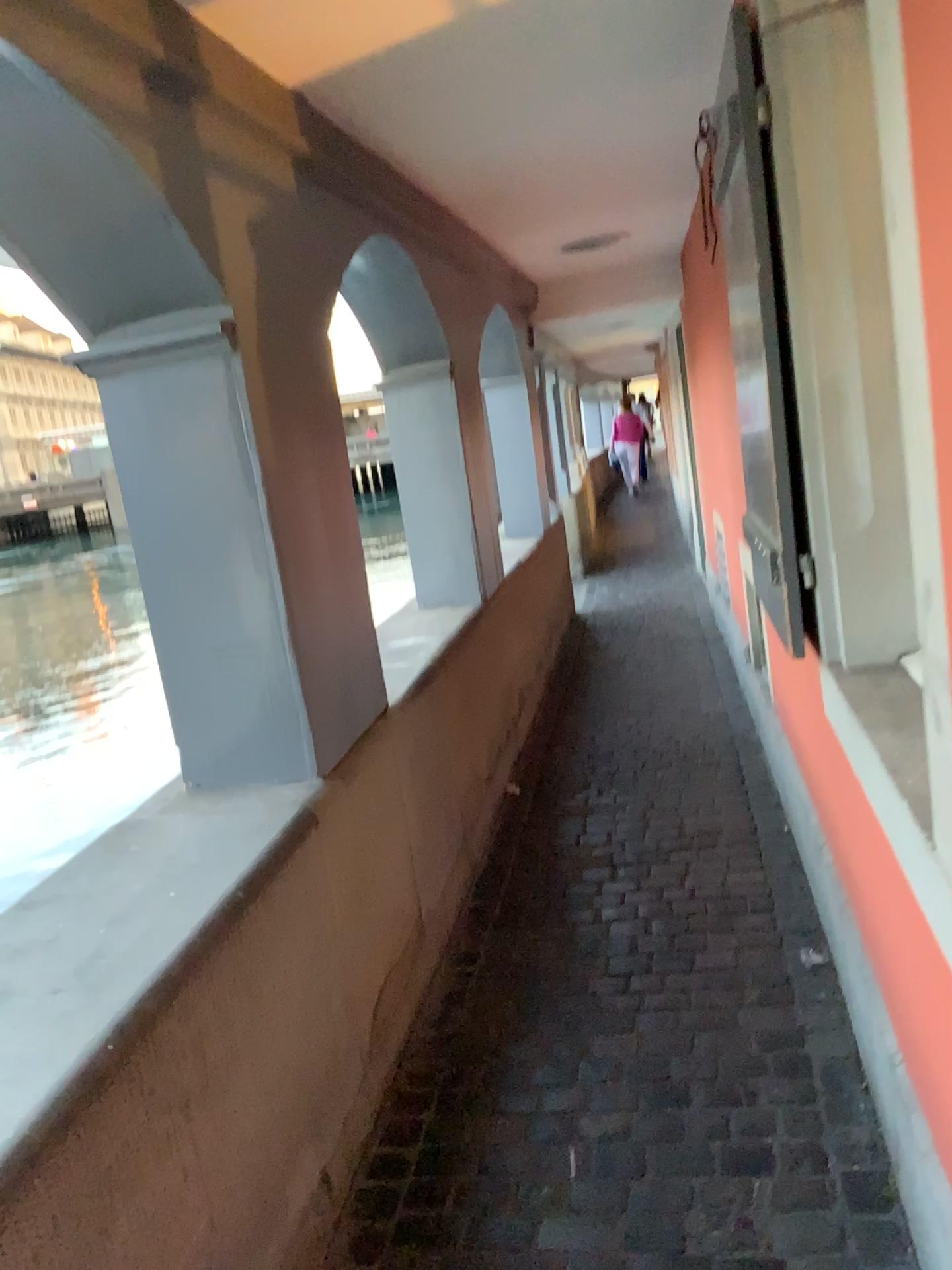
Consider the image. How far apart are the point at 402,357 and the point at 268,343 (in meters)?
1.70

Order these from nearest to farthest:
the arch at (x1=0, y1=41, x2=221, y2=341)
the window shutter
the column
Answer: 1. the arch at (x1=0, y1=41, x2=221, y2=341)
2. the window shutter
3. the column

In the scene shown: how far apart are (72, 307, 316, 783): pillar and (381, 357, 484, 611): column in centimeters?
194cm

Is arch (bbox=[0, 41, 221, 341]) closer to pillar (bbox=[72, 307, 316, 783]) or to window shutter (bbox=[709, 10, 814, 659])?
pillar (bbox=[72, 307, 316, 783])

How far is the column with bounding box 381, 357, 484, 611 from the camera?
4.2m

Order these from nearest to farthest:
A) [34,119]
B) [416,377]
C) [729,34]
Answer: [34,119], [729,34], [416,377]

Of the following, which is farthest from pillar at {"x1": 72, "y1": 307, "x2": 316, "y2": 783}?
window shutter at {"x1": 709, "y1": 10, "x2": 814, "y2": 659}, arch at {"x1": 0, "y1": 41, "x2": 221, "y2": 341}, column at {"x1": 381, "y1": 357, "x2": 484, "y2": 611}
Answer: column at {"x1": 381, "y1": 357, "x2": 484, "y2": 611}

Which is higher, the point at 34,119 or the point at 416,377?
the point at 34,119

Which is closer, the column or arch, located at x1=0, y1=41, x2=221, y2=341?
arch, located at x1=0, y1=41, x2=221, y2=341

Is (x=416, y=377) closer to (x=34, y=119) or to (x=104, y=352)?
(x=104, y=352)
